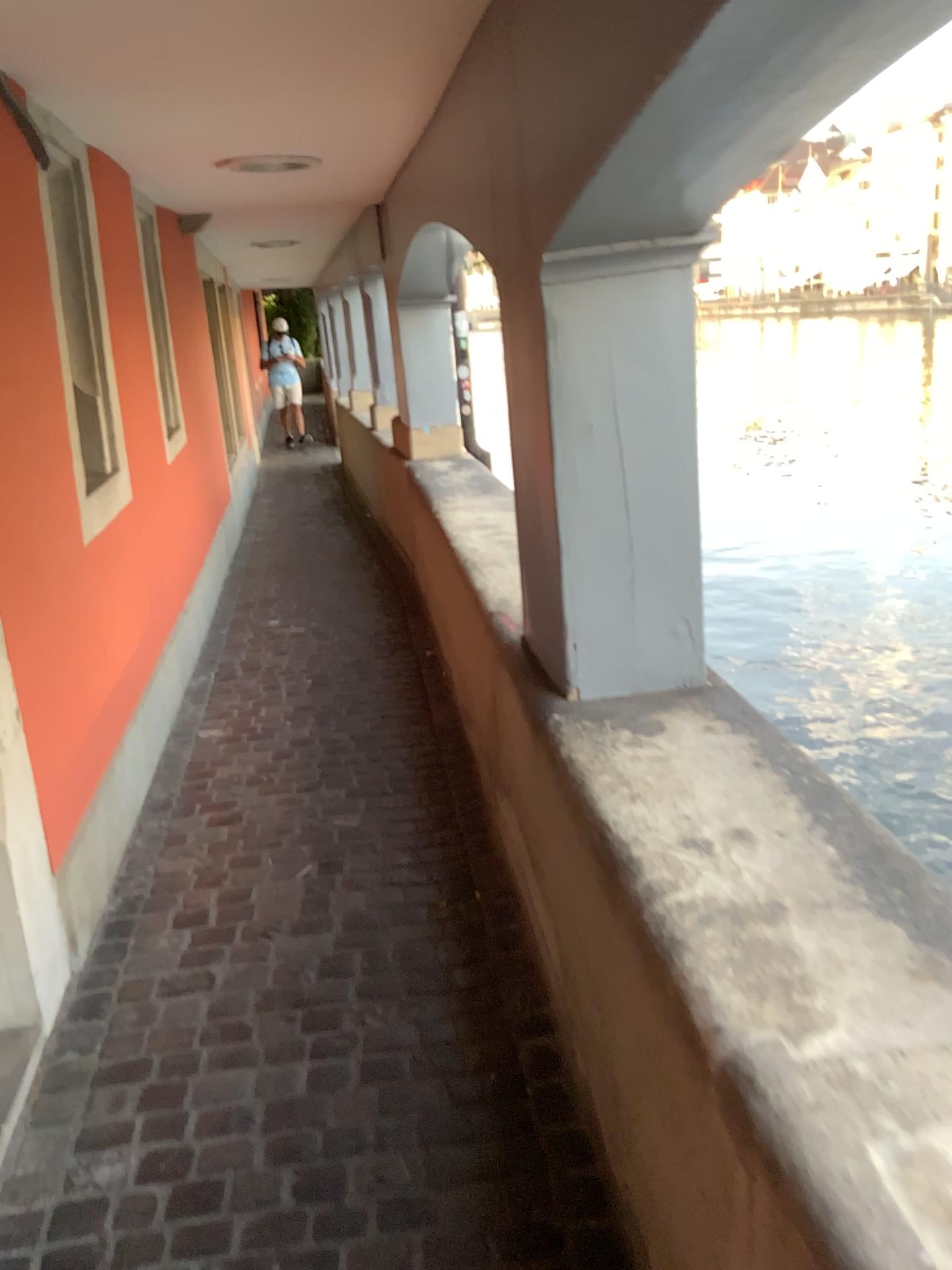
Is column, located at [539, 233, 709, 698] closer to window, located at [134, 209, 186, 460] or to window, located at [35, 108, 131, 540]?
window, located at [35, 108, 131, 540]

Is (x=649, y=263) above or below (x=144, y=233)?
below

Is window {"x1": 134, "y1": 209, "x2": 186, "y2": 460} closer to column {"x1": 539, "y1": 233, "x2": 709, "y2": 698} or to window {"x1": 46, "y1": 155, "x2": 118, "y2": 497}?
window {"x1": 46, "y1": 155, "x2": 118, "y2": 497}

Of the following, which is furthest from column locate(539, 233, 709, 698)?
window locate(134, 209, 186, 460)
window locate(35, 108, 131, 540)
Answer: window locate(134, 209, 186, 460)

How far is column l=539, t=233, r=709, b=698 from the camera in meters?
1.9

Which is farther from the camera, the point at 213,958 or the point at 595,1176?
the point at 213,958

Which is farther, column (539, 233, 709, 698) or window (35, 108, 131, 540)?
window (35, 108, 131, 540)

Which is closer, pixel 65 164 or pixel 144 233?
pixel 65 164

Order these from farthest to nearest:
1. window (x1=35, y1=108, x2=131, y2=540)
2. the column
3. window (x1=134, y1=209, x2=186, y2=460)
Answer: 1. window (x1=134, y1=209, x2=186, y2=460)
2. window (x1=35, y1=108, x2=131, y2=540)
3. the column

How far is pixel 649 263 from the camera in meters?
1.9
